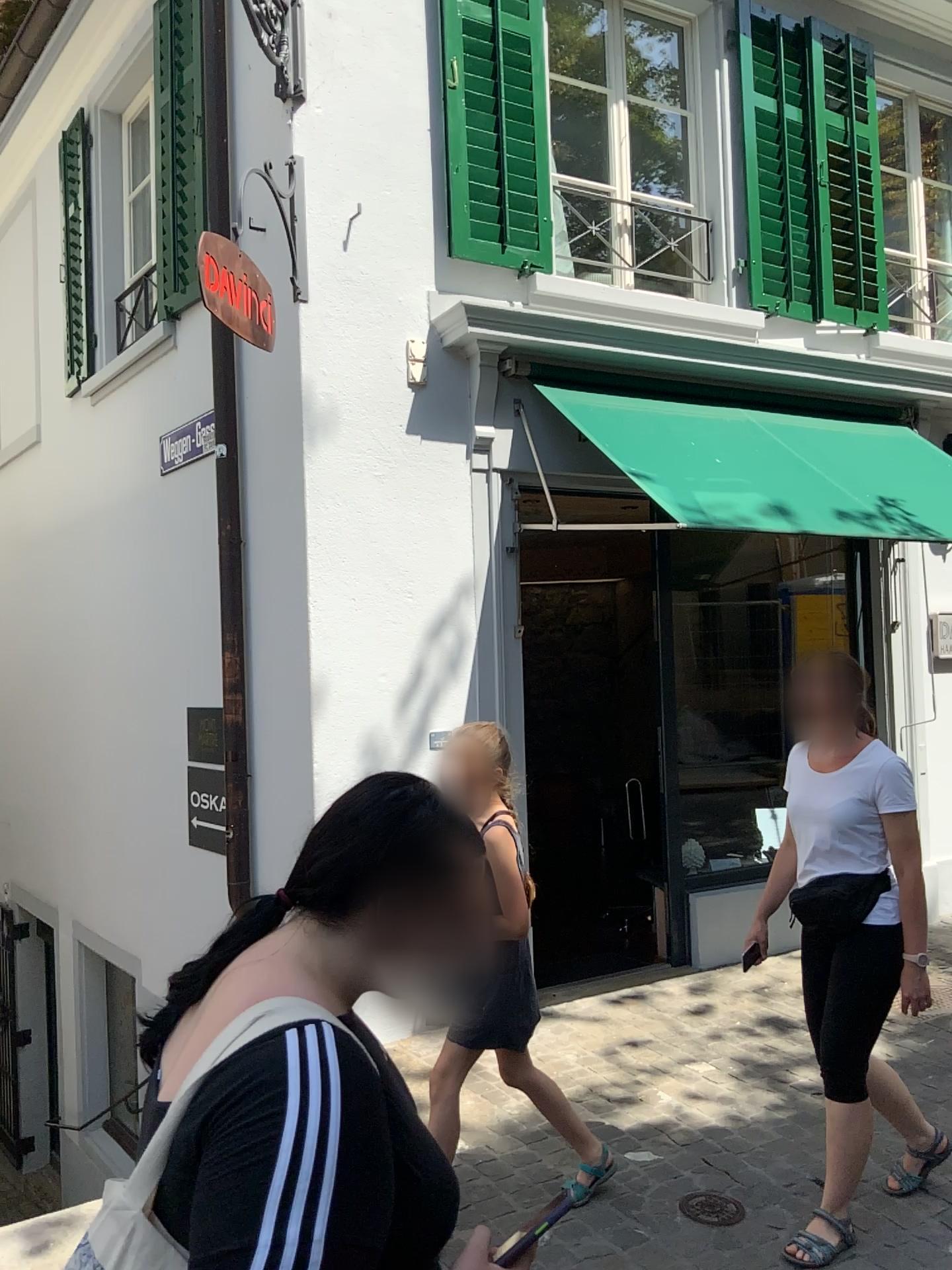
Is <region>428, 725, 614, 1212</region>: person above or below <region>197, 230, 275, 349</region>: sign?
below

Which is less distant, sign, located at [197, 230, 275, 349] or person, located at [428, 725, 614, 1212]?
person, located at [428, 725, 614, 1212]

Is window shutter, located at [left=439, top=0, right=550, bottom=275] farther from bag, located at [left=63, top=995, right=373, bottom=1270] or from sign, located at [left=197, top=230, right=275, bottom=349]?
bag, located at [left=63, top=995, right=373, bottom=1270]

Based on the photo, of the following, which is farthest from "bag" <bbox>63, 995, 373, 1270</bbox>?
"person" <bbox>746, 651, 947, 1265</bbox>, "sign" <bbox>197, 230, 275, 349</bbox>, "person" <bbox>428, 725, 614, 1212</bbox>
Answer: "sign" <bbox>197, 230, 275, 349</bbox>

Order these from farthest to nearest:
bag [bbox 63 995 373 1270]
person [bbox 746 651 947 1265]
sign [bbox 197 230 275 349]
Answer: sign [bbox 197 230 275 349] < person [bbox 746 651 947 1265] < bag [bbox 63 995 373 1270]

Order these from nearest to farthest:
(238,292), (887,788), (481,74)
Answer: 1. (887,788)
2. (238,292)
3. (481,74)

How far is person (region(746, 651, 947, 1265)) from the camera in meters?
2.9 m

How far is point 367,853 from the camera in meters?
1.2 m

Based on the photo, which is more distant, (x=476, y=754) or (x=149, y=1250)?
(x=476, y=754)

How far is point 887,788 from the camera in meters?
2.9 m
